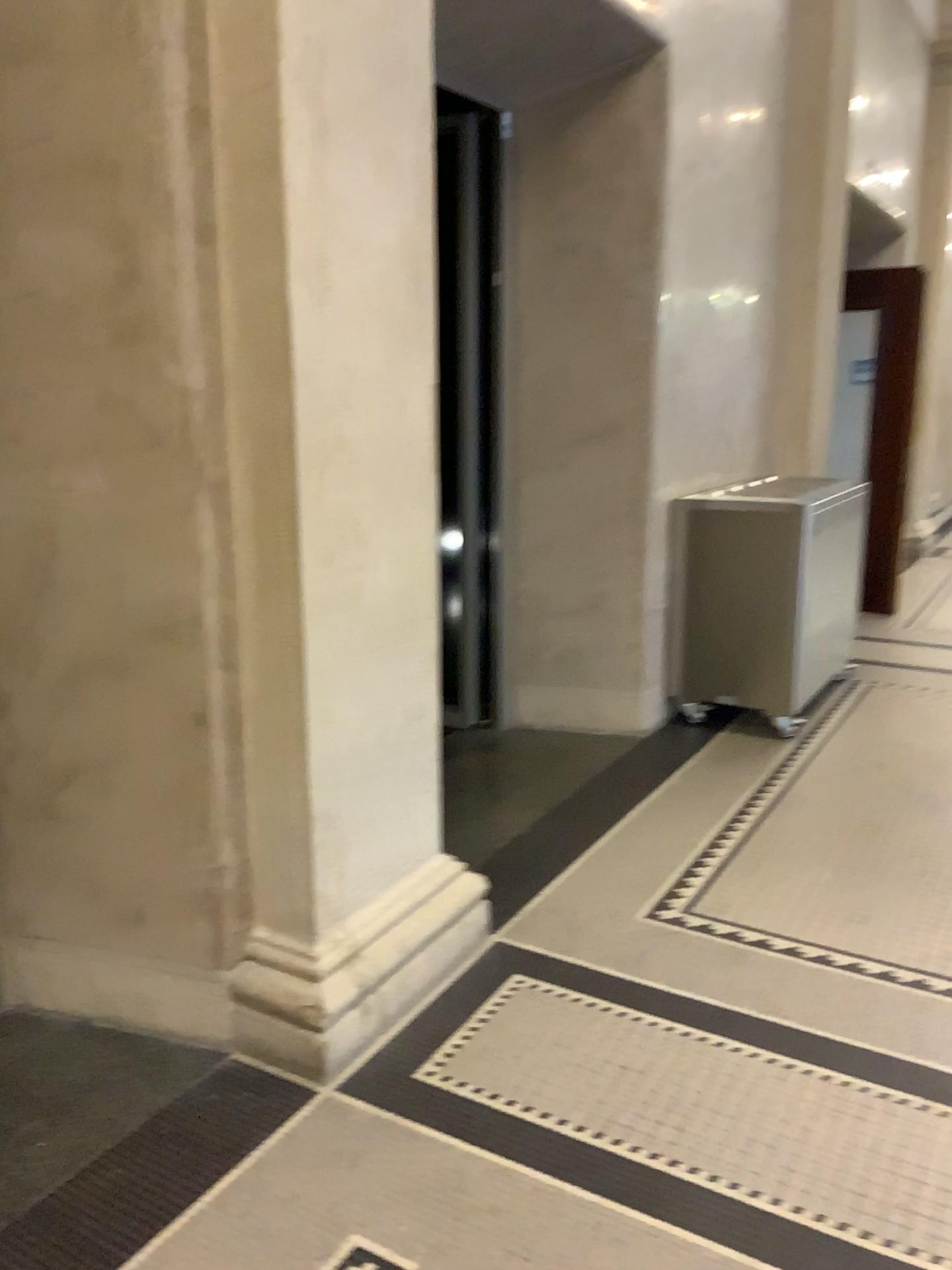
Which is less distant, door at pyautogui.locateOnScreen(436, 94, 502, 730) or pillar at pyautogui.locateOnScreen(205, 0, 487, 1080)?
pillar at pyautogui.locateOnScreen(205, 0, 487, 1080)

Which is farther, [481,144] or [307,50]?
[481,144]

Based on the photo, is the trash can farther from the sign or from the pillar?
the sign

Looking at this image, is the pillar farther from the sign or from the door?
the door

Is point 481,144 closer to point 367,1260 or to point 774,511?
point 774,511

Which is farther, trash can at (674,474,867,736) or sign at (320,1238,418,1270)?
trash can at (674,474,867,736)

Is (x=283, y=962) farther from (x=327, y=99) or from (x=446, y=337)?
(x=446, y=337)

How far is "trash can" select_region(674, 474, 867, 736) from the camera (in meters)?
4.40

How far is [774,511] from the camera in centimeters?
440cm

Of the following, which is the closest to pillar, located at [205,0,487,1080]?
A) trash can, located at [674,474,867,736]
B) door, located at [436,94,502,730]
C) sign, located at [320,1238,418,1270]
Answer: sign, located at [320,1238,418,1270]
